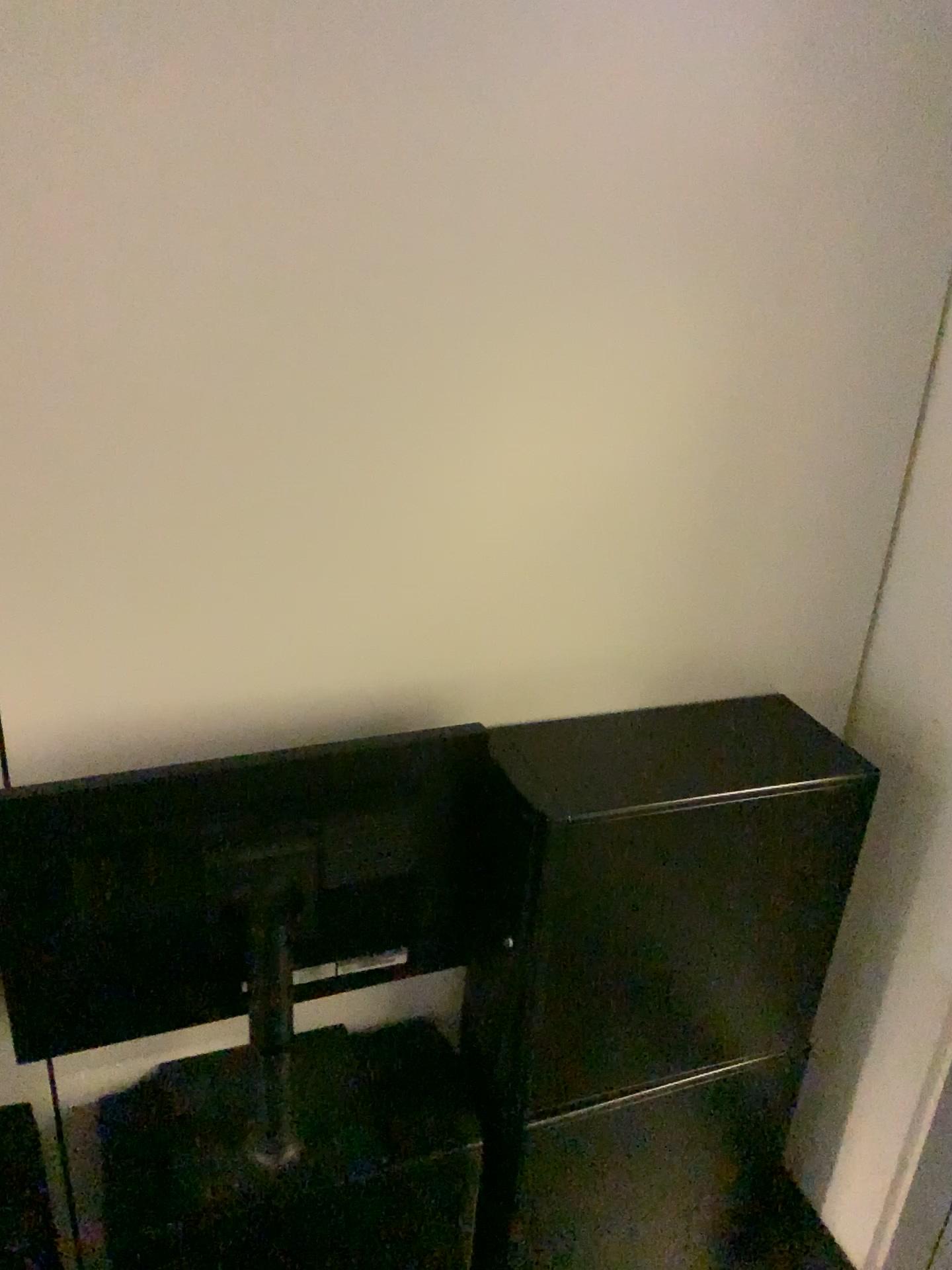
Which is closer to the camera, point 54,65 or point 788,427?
point 54,65
